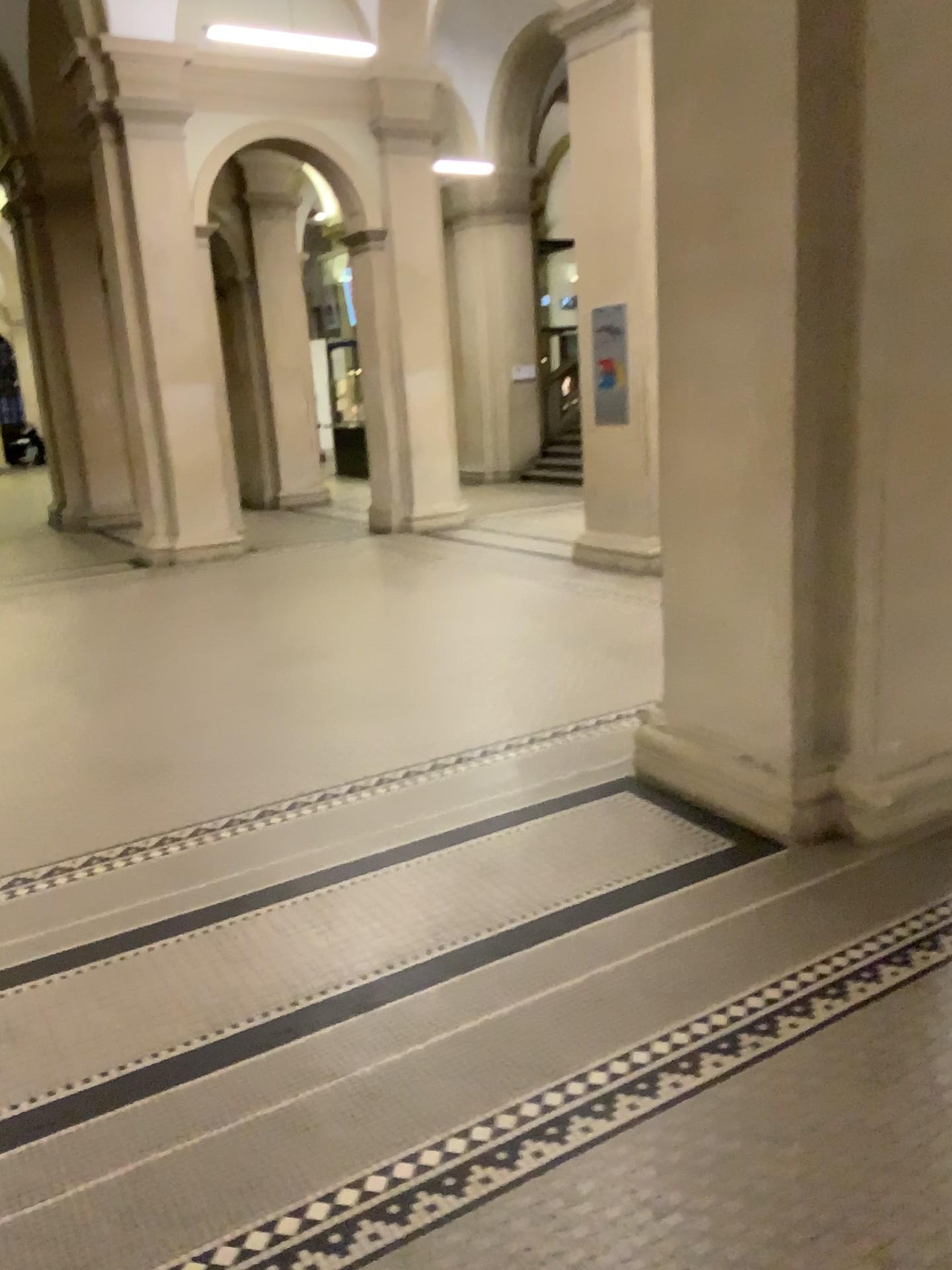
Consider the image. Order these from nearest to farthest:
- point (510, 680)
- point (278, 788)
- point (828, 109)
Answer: point (828, 109) → point (278, 788) → point (510, 680)
